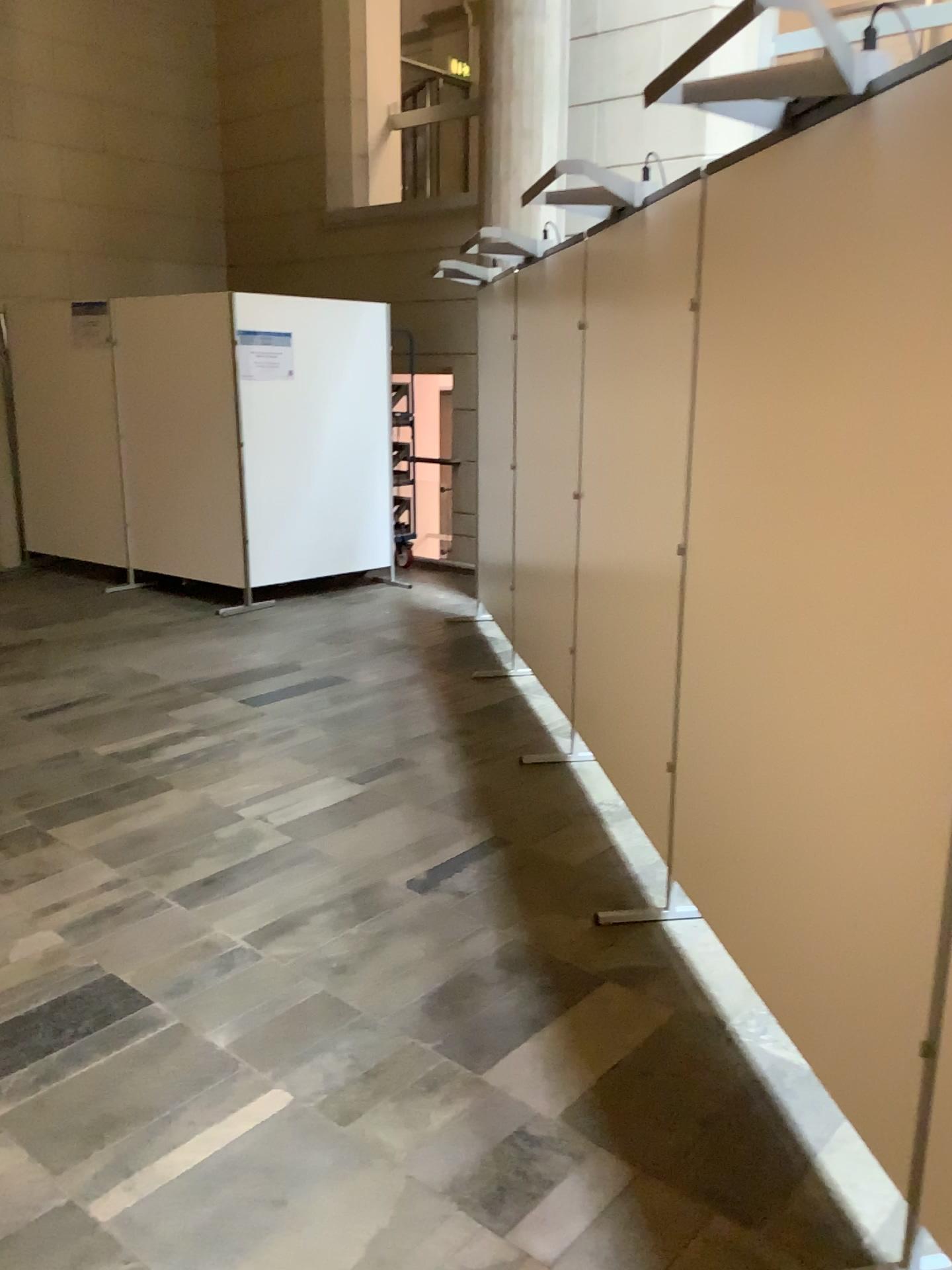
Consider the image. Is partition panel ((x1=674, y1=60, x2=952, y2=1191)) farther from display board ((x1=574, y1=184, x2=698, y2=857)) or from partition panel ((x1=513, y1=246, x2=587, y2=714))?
partition panel ((x1=513, y1=246, x2=587, y2=714))

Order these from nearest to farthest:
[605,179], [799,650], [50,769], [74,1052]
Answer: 1. [799,650]
2. [74,1052]
3. [605,179]
4. [50,769]

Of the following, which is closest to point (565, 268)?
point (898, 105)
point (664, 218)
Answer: point (664, 218)

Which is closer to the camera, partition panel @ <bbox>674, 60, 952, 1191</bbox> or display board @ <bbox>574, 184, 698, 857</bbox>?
partition panel @ <bbox>674, 60, 952, 1191</bbox>

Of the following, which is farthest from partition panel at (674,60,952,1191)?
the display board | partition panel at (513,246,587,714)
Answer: partition panel at (513,246,587,714)

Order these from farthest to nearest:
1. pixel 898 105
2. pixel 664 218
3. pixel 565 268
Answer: pixel 565 268 → pixel 664 218 → pixel 898 105

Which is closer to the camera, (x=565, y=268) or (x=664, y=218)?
(x=664, y=218)

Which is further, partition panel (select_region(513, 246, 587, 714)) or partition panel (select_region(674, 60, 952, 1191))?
partition panel (select_region(513, 246, 587, 714))

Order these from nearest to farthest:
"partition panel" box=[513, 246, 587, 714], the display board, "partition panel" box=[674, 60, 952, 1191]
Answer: "partition panel" box=[674, 60, 952, 1191], the display board, "partition panel" box=[513, 246, 587, 714]
